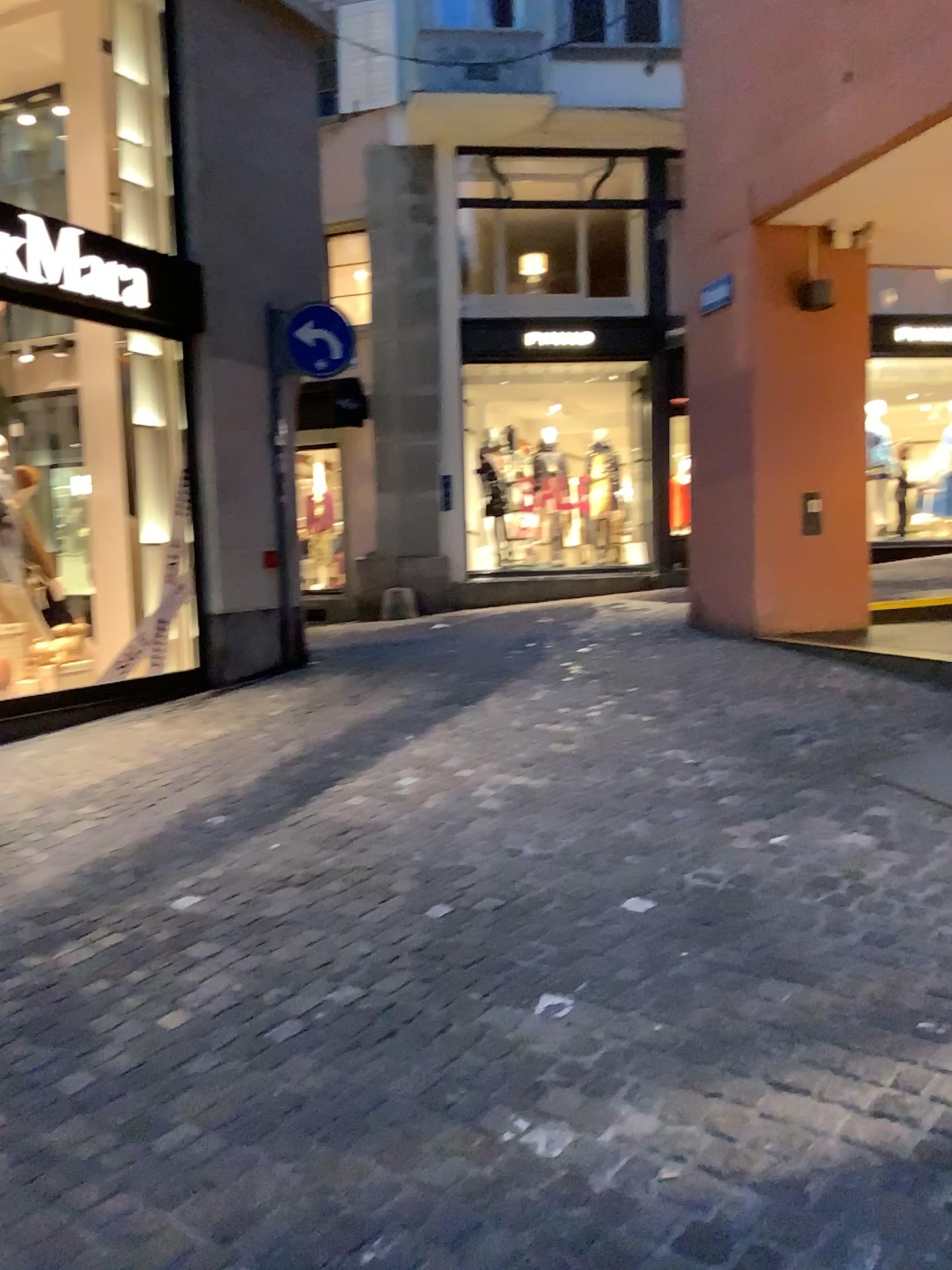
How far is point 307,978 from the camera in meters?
2.9 m
